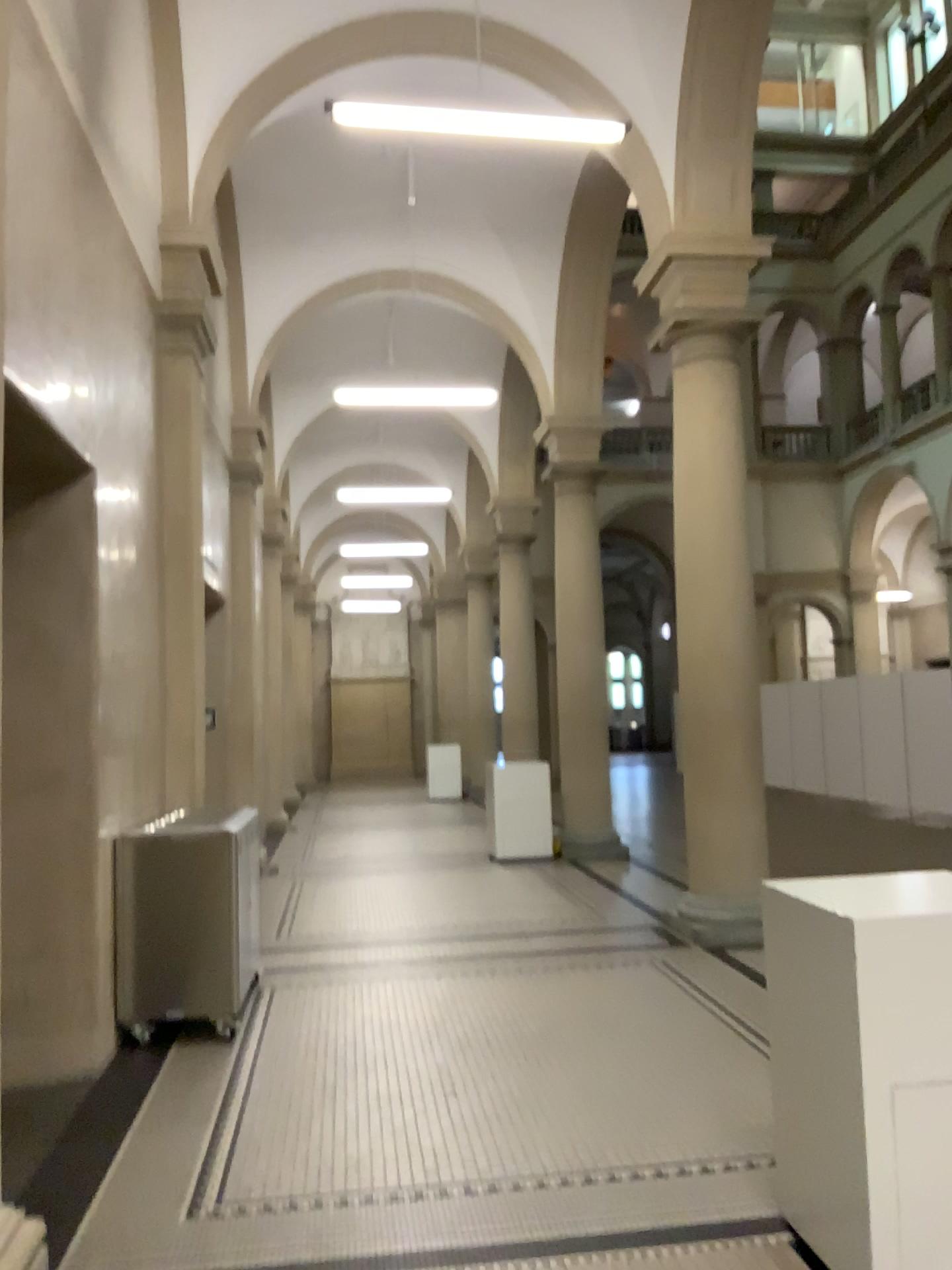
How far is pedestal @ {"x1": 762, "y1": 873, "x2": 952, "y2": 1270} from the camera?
2.6m

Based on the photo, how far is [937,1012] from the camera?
2.62m

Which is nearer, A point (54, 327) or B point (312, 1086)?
A point (54, 327)
